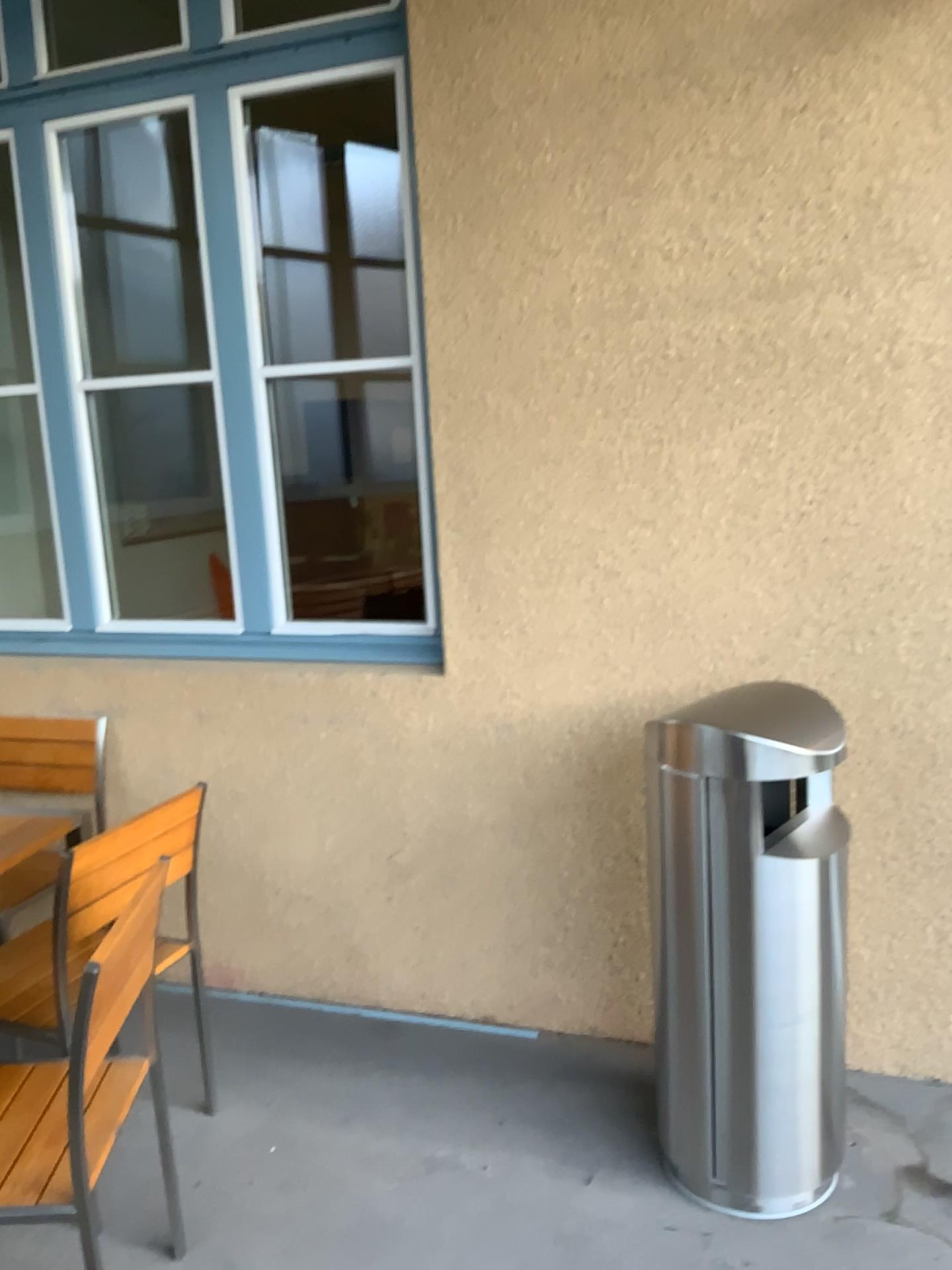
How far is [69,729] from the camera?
3.2m

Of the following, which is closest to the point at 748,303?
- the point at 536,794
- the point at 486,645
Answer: the point at 486,645

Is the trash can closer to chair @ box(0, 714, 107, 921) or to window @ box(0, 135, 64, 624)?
chair @ box(0, 714, 107, 921)

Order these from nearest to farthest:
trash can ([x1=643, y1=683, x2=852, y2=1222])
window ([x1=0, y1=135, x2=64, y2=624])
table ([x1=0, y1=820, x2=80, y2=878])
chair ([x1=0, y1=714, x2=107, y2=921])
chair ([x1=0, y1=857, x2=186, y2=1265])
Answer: chair ([x1=0, y1=857, x2=186, y2=1265]) → trash can ([x1=643, y1=683, x2=852, y2=1222]) → table ([x1=0, y1=820, x2=80, y2=878]) → chair ([x1=0, y1=714, x2=107, y2=921]) → window ([x1=0, y1=135, x2=64, y2=624])

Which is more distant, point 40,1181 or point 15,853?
point 15,853

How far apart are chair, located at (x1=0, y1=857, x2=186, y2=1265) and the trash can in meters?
1.0 m

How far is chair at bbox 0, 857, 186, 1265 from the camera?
1.73m

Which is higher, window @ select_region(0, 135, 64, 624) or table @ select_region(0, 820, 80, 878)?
window @ select_region(0, 135, 64, 624)

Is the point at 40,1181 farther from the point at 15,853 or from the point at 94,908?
the point at 15,853

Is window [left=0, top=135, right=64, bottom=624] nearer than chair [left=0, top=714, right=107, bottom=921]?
No
